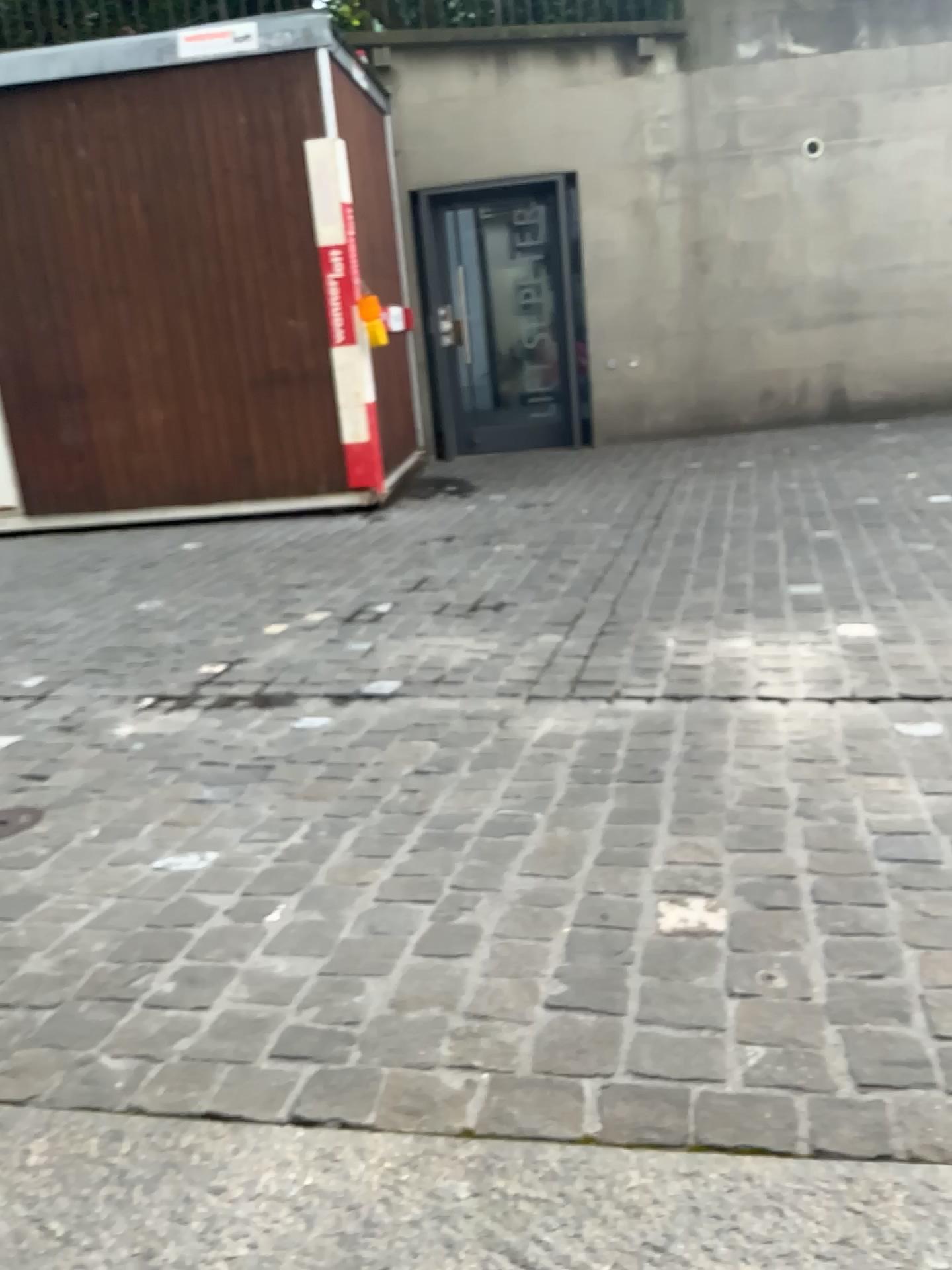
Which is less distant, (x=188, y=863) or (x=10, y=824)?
(x=188, y=863)

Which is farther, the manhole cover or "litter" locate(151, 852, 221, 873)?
the manhole cover

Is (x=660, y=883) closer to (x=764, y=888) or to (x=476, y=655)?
(x=764, y=888)
